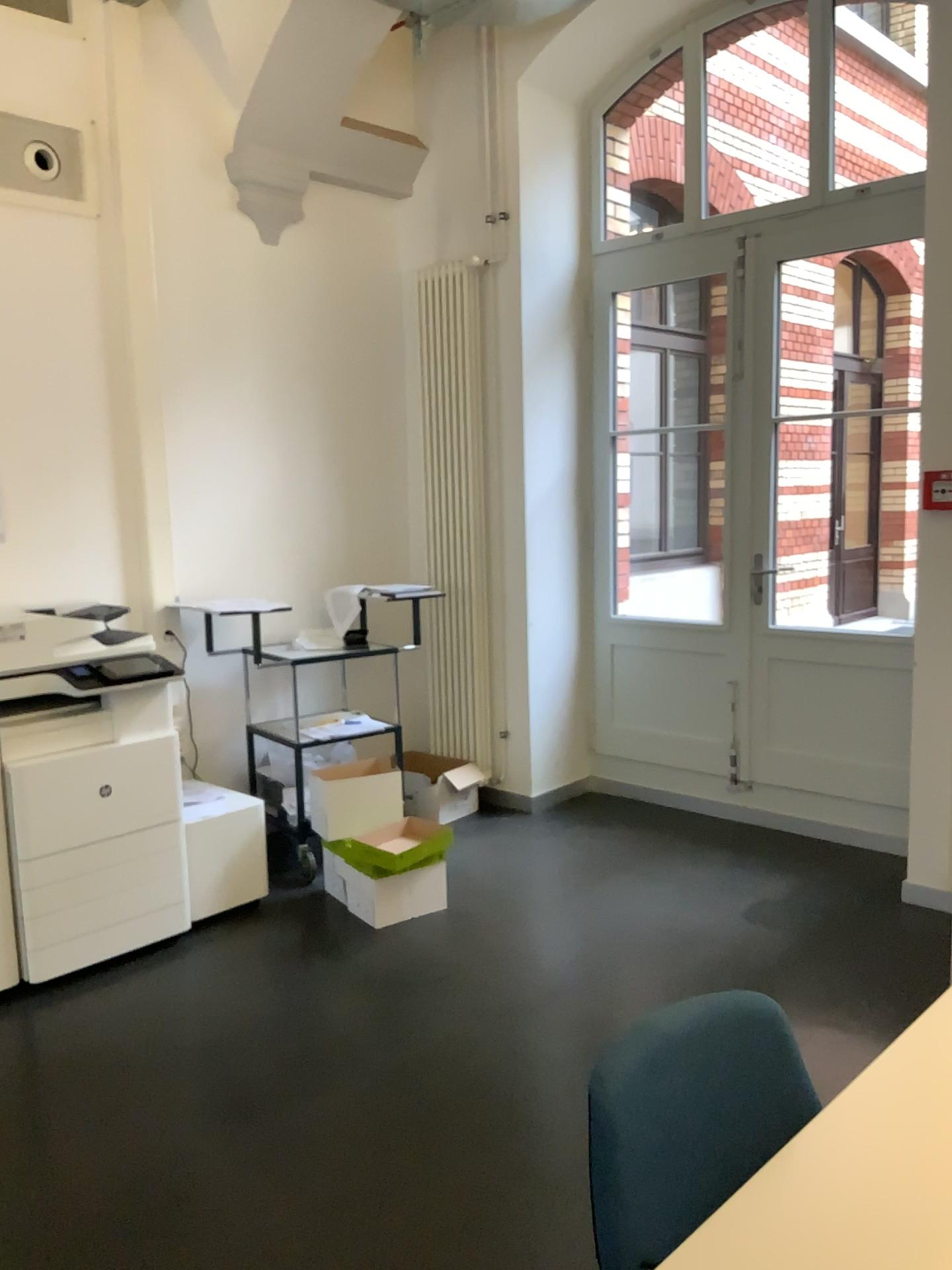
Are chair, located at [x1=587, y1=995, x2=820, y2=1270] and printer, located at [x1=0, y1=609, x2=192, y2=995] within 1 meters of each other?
no

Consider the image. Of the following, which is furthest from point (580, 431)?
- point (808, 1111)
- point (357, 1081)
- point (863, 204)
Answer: point (808, 1111)

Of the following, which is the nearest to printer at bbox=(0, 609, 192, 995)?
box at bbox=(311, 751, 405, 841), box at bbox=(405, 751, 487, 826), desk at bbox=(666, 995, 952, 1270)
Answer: box at bbox=(311, 751, 405, 841)

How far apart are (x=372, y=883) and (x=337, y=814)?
0.32m

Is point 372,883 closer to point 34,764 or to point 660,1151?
point 34,764

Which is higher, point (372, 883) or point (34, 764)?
point (34, 764)

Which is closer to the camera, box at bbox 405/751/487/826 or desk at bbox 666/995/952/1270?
desk at bbox 666/995/952/1270

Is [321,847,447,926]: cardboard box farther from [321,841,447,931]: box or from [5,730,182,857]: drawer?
[5,730,182,857]: drawer

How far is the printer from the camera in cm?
334

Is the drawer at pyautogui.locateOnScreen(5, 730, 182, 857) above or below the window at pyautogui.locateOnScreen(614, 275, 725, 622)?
below
